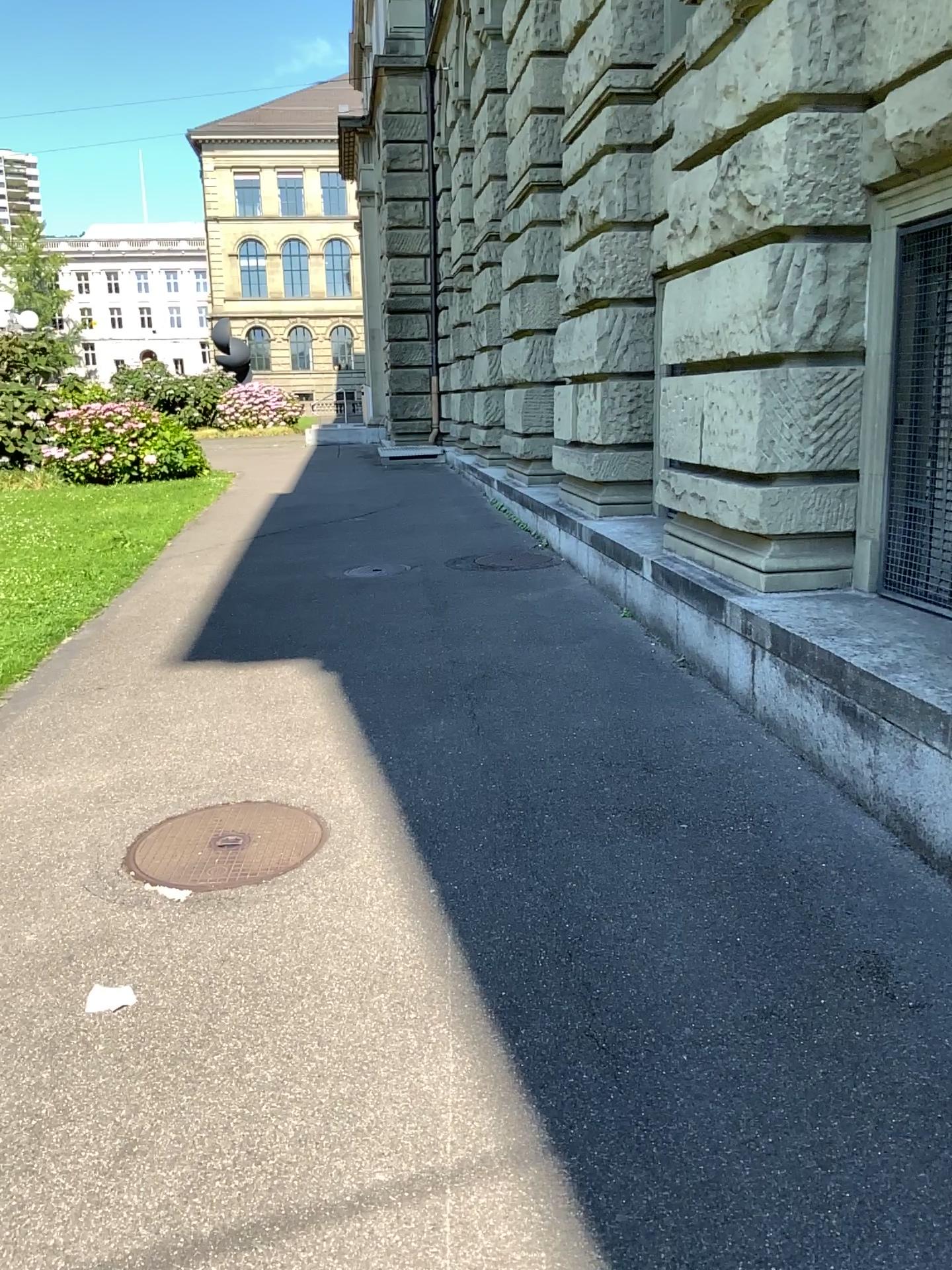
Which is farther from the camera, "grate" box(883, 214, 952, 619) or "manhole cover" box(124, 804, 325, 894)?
"grate" box(883, 214, 952, 619)

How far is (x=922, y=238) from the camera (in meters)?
4.29

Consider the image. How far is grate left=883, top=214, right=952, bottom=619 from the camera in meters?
4.3

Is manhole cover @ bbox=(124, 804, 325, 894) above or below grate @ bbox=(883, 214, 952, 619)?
below

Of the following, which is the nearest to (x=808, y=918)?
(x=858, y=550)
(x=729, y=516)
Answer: (x=858, y=550)

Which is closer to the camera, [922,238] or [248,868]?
[248,868]

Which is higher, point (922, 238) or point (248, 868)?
point (922, 238)
